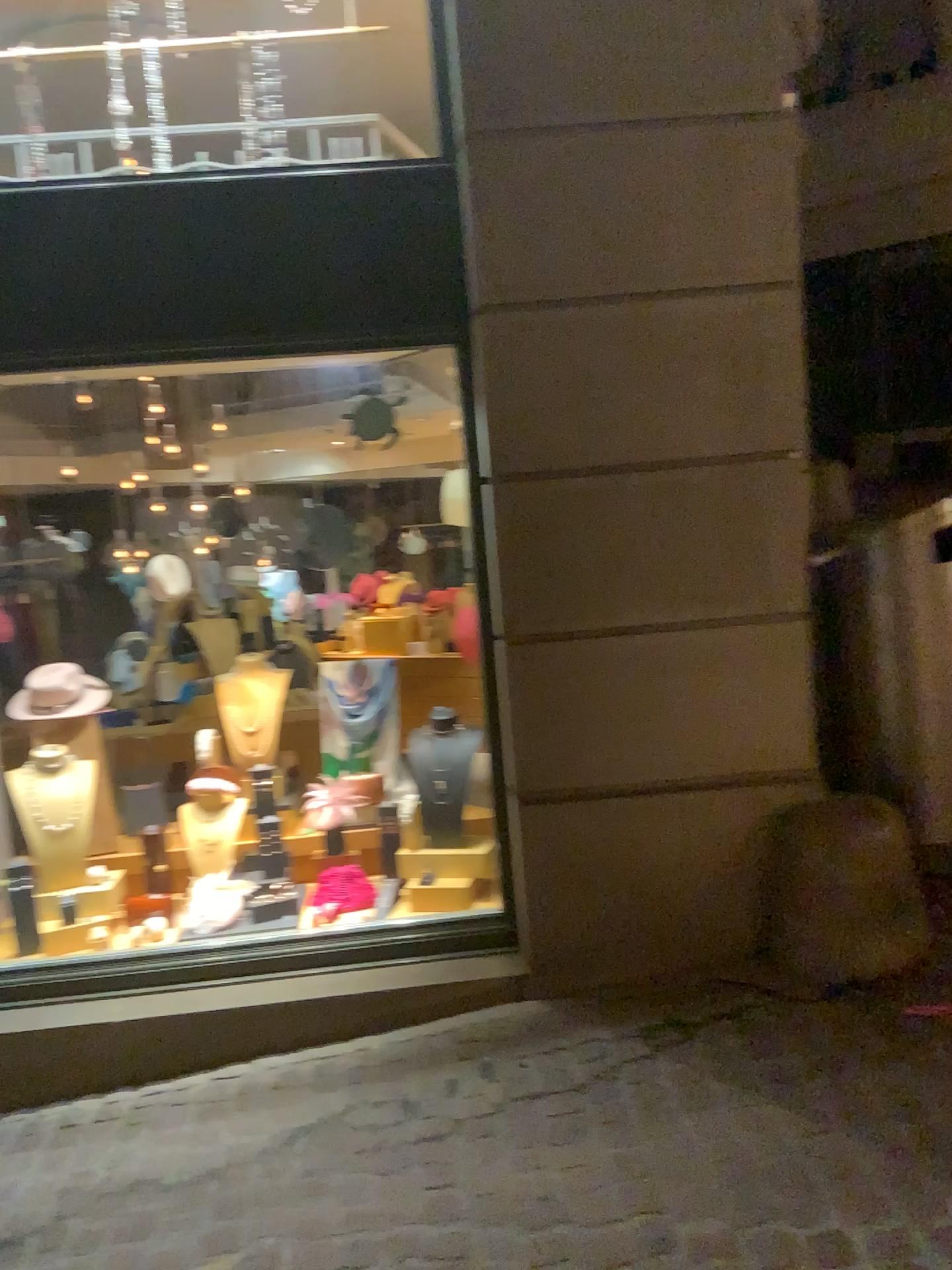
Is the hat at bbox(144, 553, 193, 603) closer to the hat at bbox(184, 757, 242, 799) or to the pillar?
the hat at bbox(184, 757, 242, 799)

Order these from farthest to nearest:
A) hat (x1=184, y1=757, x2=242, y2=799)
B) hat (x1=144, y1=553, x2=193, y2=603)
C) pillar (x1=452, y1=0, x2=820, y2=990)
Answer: hat (x1=144, y1=553, x2=193, y2=603) → hat (x1=184, y1=757, x2=242, y2=799) → pillar (x1=452, y1=0, x2=820, y2=990)

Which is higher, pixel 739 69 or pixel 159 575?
pixel 739 69

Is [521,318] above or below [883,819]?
above

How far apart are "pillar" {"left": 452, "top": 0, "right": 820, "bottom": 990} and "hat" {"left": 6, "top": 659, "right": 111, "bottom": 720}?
1.72m

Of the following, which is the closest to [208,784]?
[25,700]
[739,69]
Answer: [25,700]

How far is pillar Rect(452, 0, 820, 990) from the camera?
2.94m

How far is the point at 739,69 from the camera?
2.9 meters

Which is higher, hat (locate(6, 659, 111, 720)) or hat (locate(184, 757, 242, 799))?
hat (locate(6, 659, 111, 720))

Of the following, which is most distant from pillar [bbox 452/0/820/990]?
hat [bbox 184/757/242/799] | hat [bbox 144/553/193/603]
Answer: hat [bbox 144/553/193/603]
